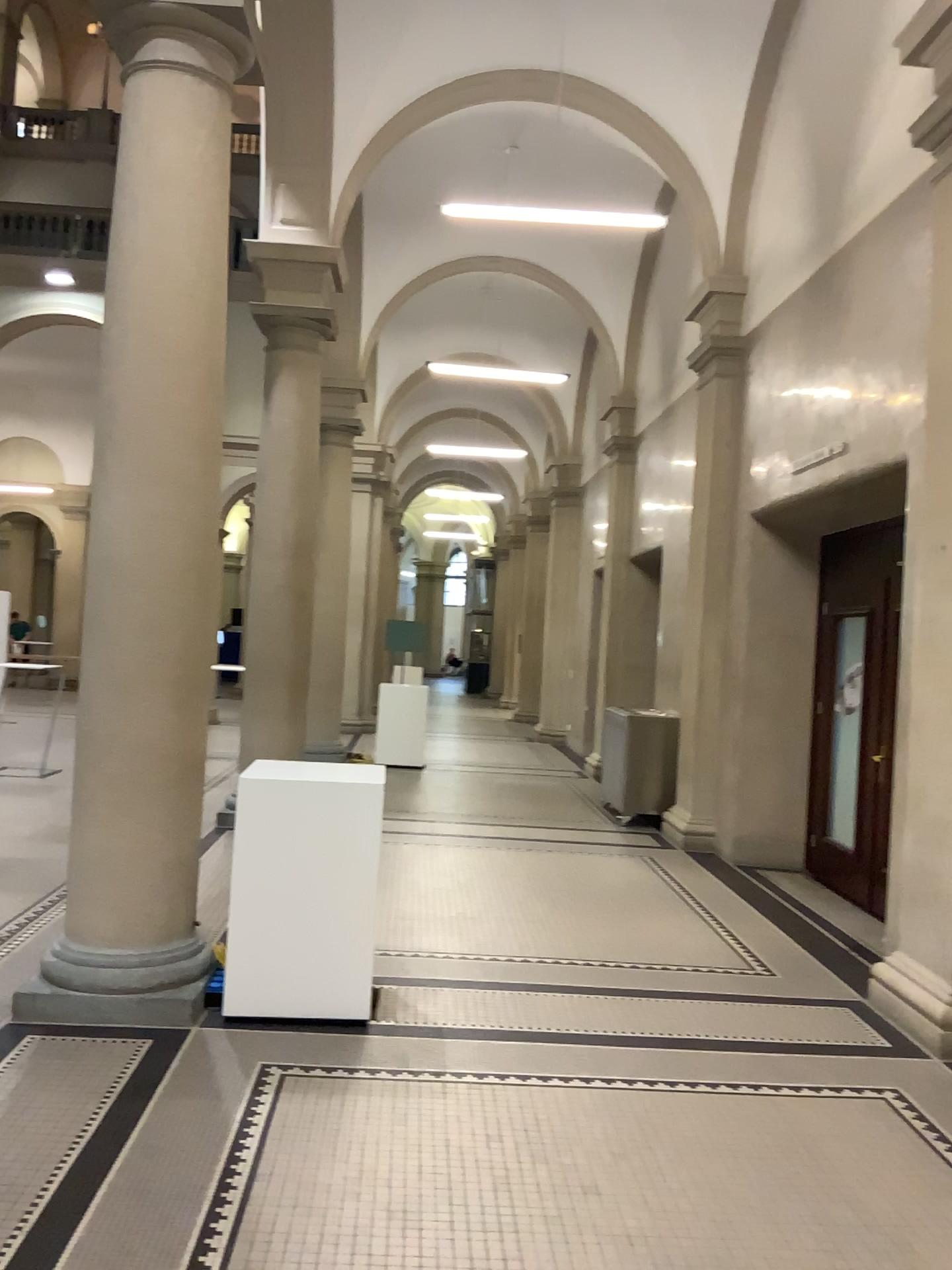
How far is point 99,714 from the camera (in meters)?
4.30

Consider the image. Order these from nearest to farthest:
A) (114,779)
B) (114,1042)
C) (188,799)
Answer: (114,1042) → (114,779) → (188,799)

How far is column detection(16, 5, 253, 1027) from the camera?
4.3m
